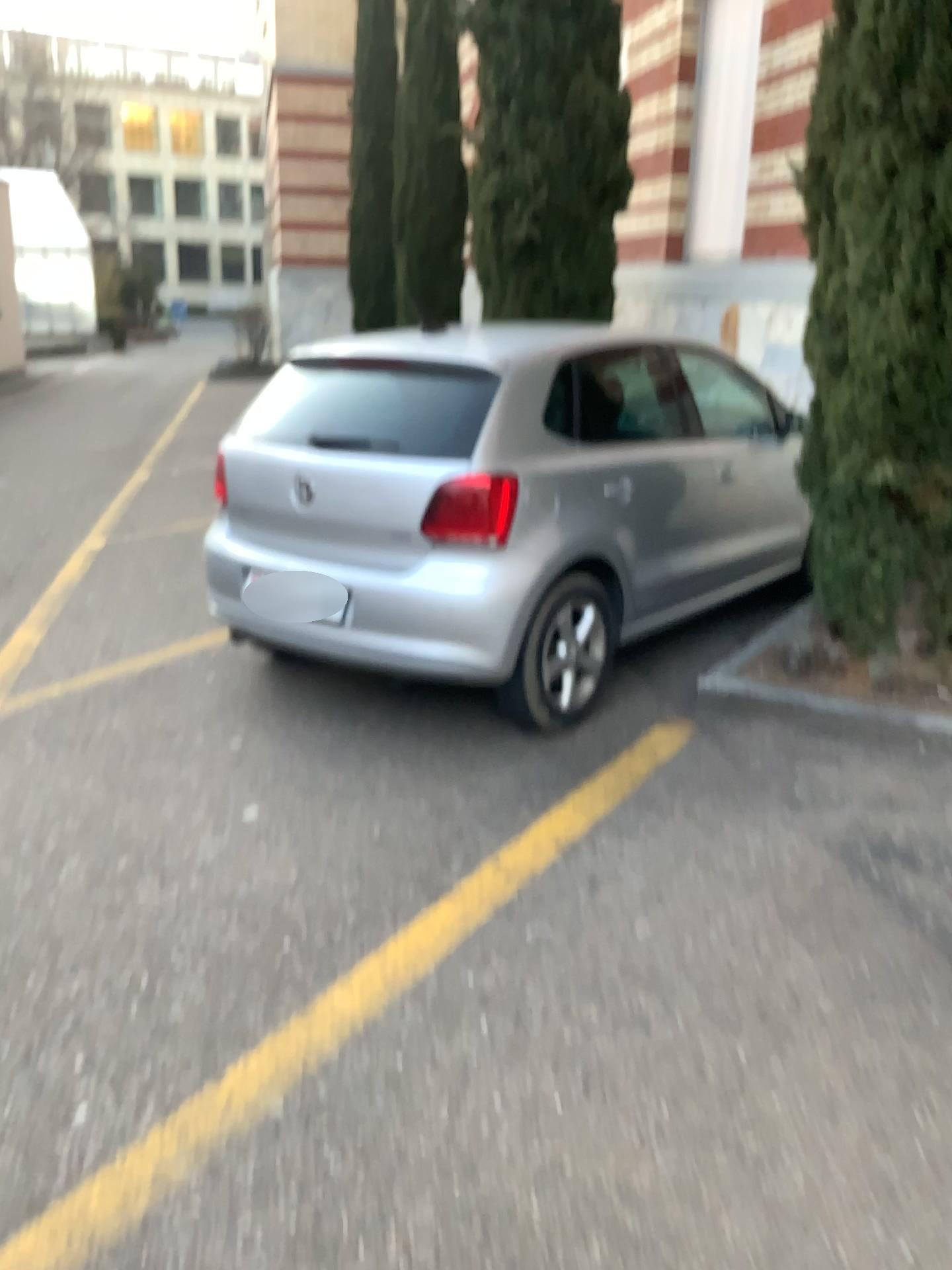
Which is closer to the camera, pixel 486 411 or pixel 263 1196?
pixel 263 1196

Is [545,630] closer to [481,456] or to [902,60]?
[481,456]

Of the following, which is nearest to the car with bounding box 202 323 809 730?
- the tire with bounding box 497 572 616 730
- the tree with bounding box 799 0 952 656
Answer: the tire with bounding box 497 572 616 730

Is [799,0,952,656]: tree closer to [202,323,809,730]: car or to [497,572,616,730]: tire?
[202,323,809,730]: car

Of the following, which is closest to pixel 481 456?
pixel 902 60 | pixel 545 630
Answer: pixel 545 630

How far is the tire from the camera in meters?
3.7 m

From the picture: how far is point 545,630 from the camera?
3.72m
